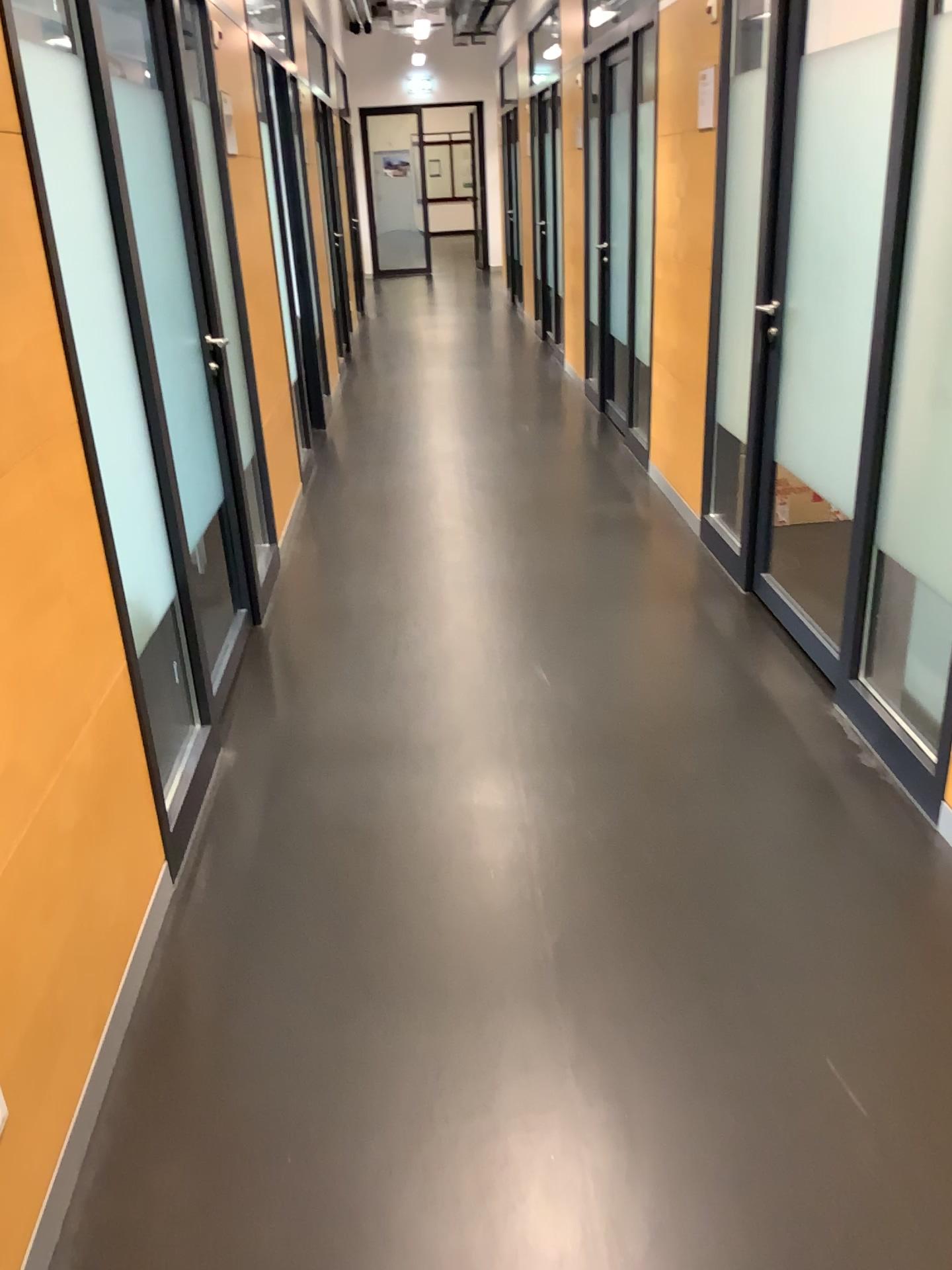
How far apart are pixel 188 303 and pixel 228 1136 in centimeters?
255cm
